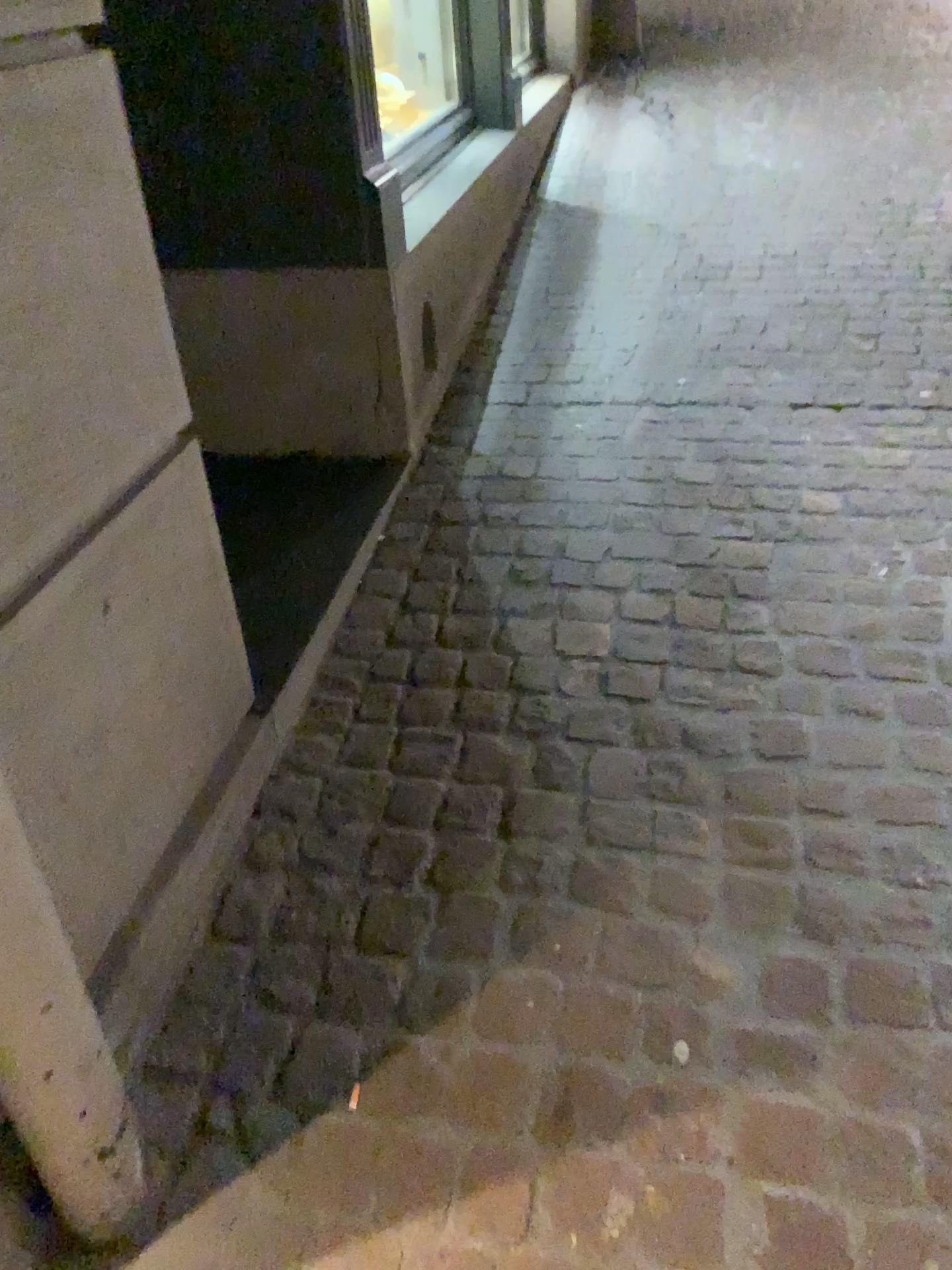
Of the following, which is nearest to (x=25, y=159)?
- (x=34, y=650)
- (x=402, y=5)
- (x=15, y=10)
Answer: (x=15, y=10)

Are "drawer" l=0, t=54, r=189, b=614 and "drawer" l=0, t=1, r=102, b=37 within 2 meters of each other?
yes

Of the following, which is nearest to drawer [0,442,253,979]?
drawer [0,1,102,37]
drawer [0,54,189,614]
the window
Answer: drawer [0,54,189,614]

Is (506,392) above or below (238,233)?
below

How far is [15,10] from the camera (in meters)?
1.03

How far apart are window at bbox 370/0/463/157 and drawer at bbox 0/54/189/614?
2.8m

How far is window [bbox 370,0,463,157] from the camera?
3.8m

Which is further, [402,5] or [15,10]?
[402,5]

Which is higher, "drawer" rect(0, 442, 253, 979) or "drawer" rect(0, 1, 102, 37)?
"drawer" rect(0, 1, 102, 37)

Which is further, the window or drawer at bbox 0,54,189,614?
the window
